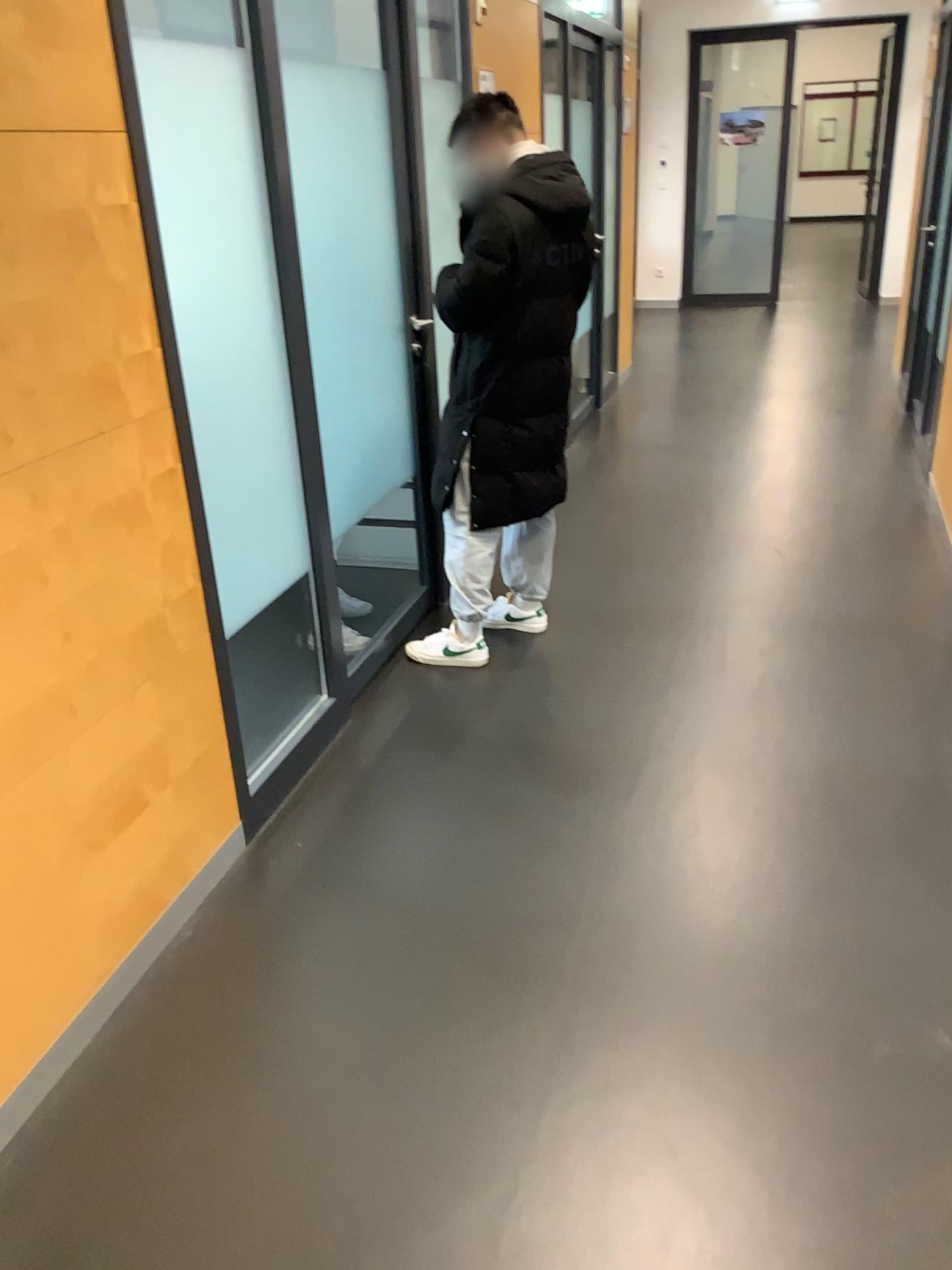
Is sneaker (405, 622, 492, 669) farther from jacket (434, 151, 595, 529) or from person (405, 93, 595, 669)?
jacket (434, 151, 595, 529)

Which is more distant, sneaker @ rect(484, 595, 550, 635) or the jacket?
sneaker @ rect(484, 595, 550, 635)

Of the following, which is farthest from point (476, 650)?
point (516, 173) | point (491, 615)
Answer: point (516, 173)

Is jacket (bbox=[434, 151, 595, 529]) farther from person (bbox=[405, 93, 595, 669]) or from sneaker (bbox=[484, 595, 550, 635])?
sneaker (bbox=[484, 595, 550, 635])

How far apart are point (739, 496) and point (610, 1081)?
3.43m

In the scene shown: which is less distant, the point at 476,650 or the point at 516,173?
the point at 516,173

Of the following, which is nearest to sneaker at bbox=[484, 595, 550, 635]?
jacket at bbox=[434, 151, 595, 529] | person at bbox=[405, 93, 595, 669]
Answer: person at bbox=[405, 93, 595, 669]

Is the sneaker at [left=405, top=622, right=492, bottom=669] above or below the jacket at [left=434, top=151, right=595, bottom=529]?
below

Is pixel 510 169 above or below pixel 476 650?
above

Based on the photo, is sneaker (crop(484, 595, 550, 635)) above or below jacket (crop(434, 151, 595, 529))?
below
